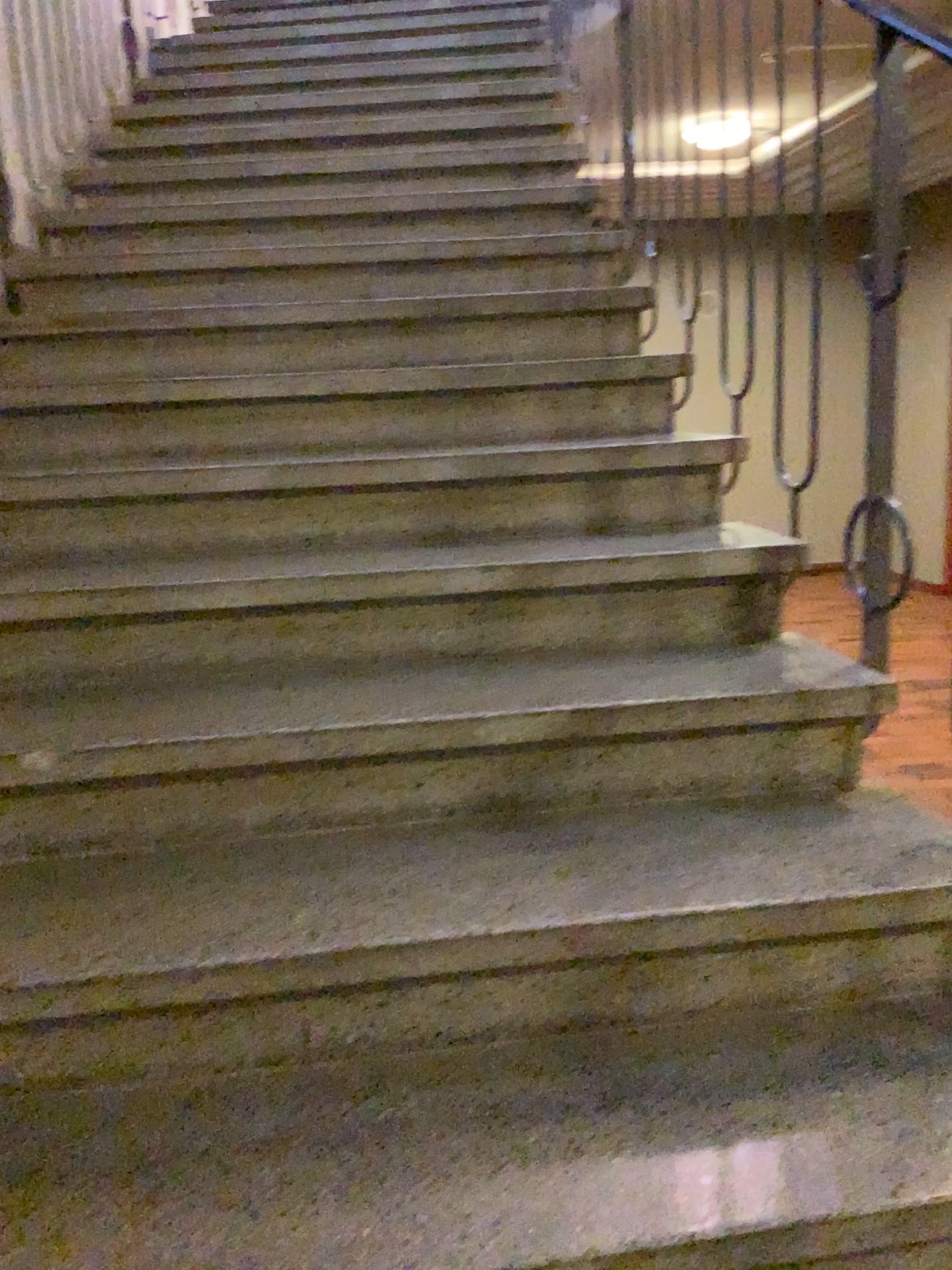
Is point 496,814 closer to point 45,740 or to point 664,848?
point 664,848
